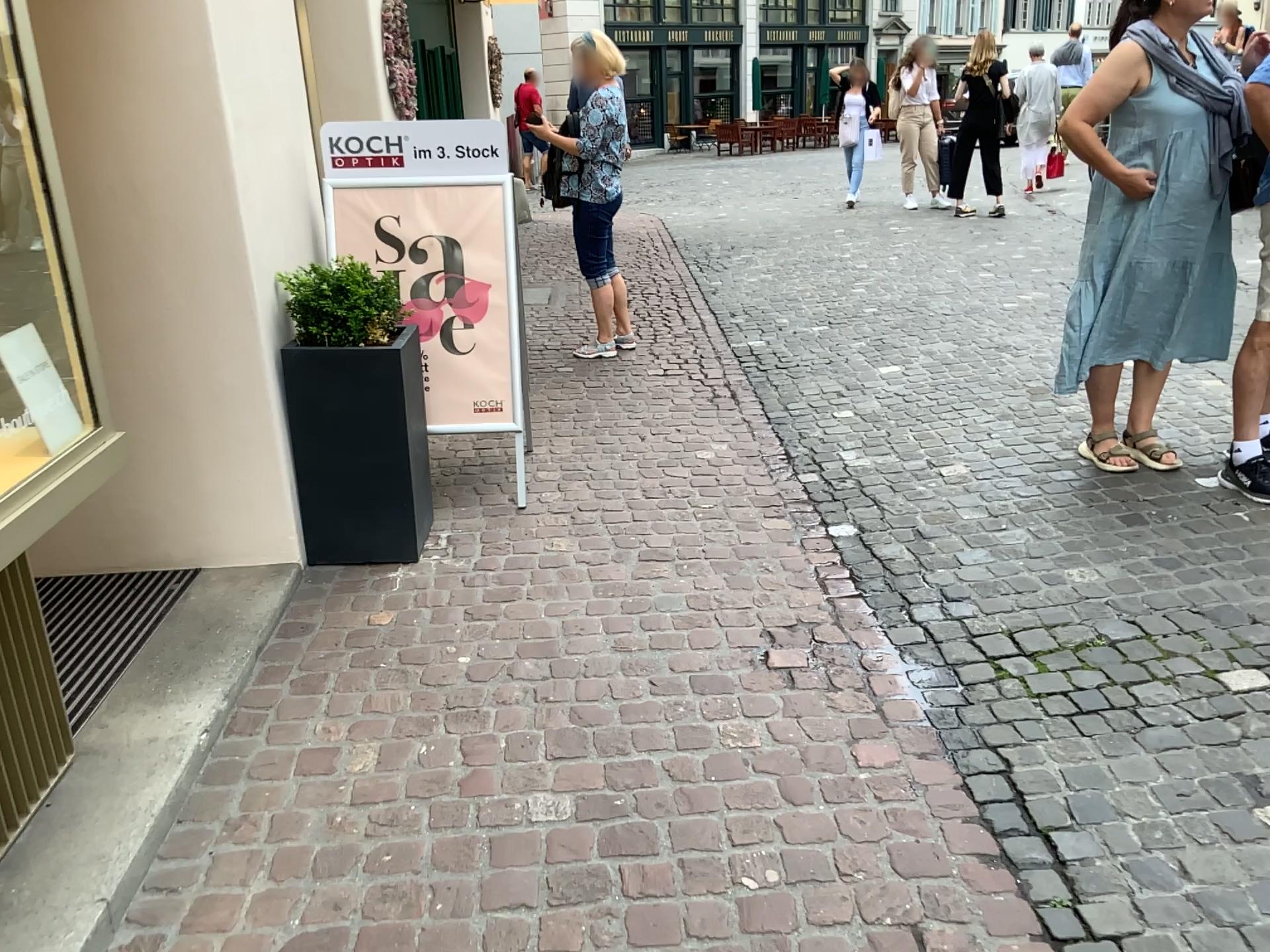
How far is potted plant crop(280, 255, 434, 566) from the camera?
3.19m

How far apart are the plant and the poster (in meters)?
0.42

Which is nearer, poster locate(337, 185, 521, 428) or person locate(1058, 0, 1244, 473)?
person locate(1058, 0, 1244, 473)

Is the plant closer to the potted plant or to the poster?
the potted plant

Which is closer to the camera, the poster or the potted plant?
the potted plant

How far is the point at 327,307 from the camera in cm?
320

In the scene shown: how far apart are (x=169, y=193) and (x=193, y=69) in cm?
34

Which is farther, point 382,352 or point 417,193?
point 417,193

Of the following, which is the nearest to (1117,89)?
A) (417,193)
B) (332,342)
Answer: (417,193)

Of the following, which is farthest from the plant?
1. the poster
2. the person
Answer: the person
